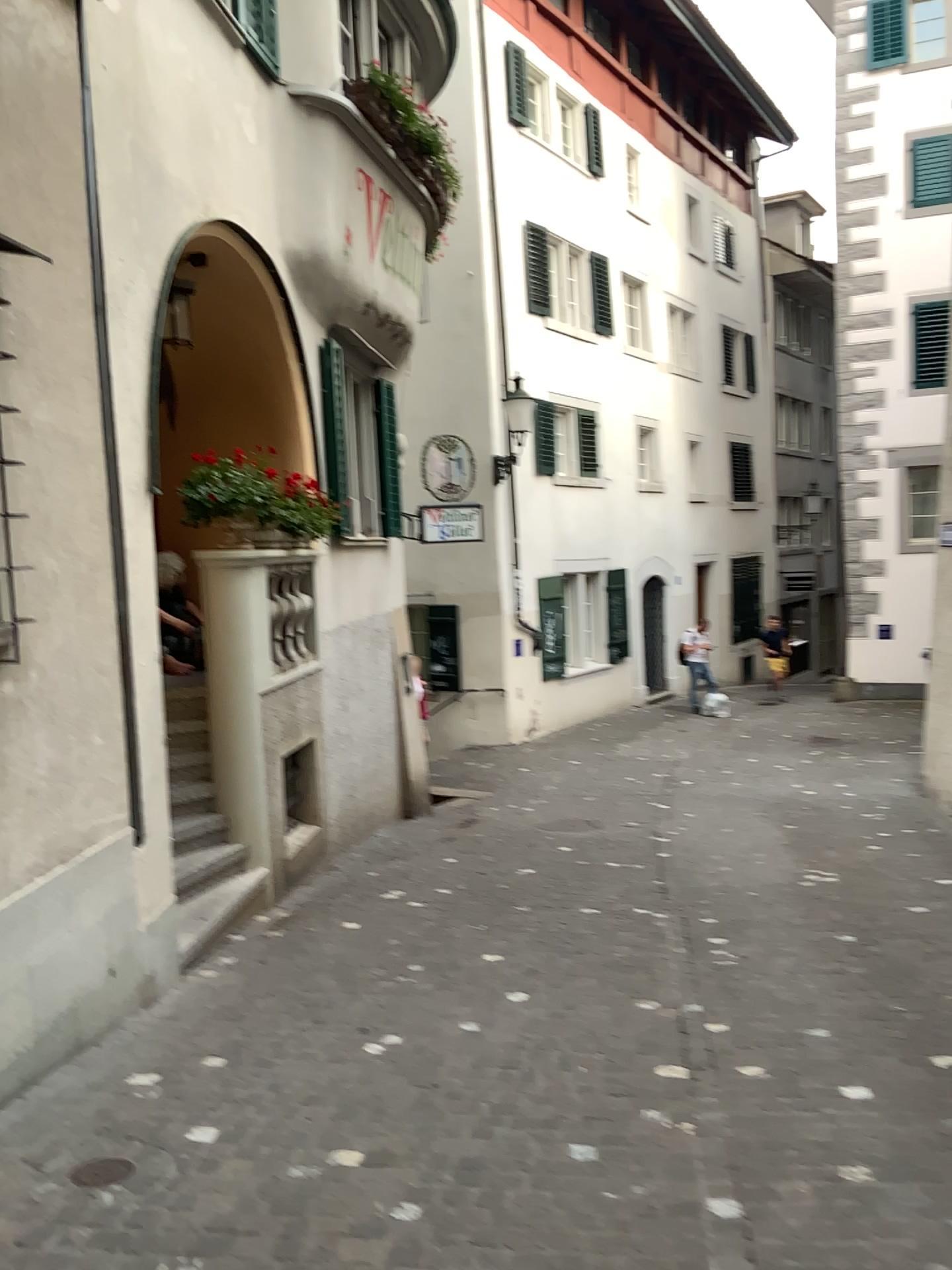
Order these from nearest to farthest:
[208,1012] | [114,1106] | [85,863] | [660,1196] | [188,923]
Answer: [660,1196] → [114,1106] → [85,863] → [208,1012] → [188,923]
